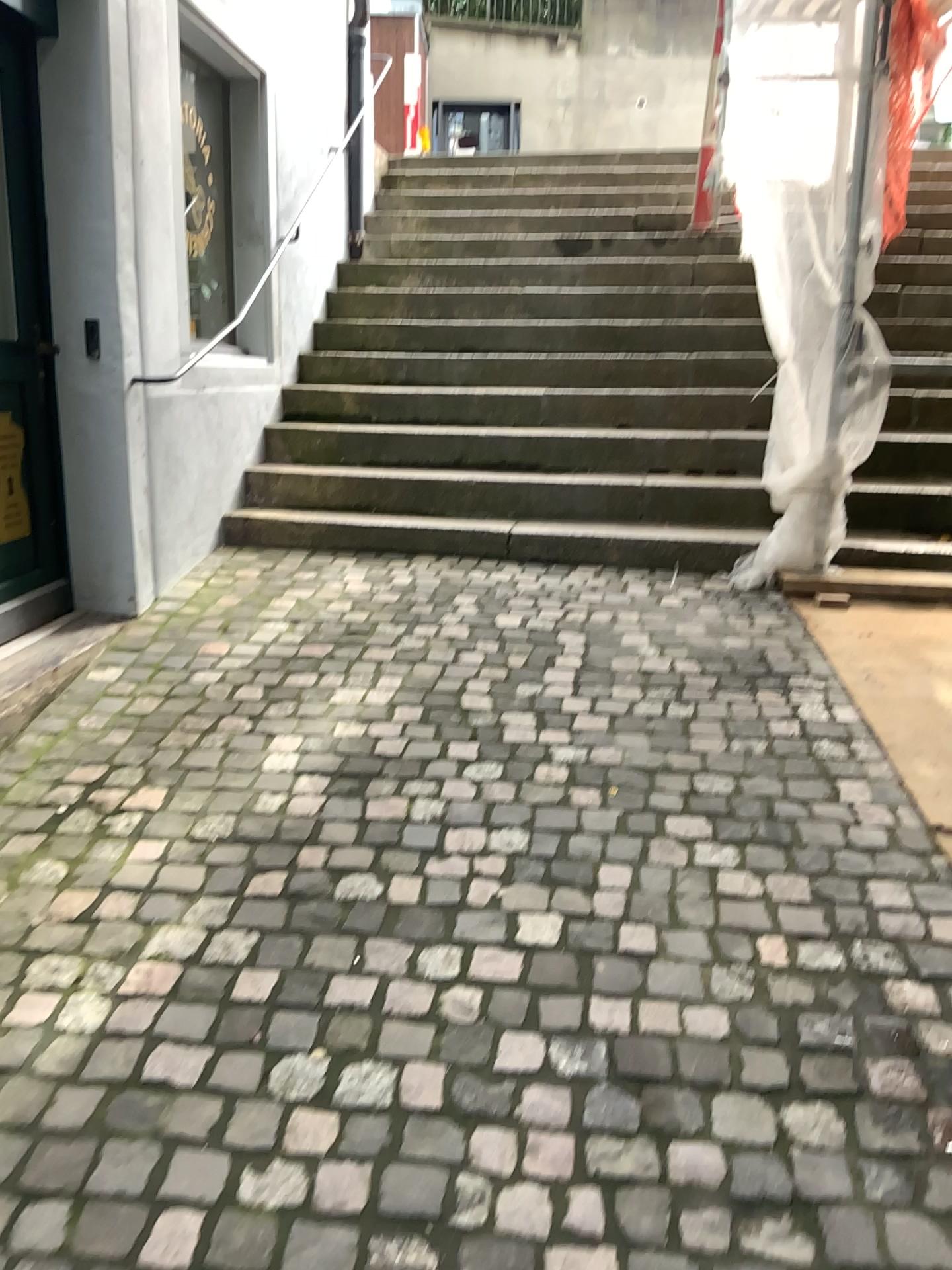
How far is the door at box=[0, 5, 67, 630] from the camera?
3.3 meters

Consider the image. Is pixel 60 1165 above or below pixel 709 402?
below

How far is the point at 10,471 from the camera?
3.3m
